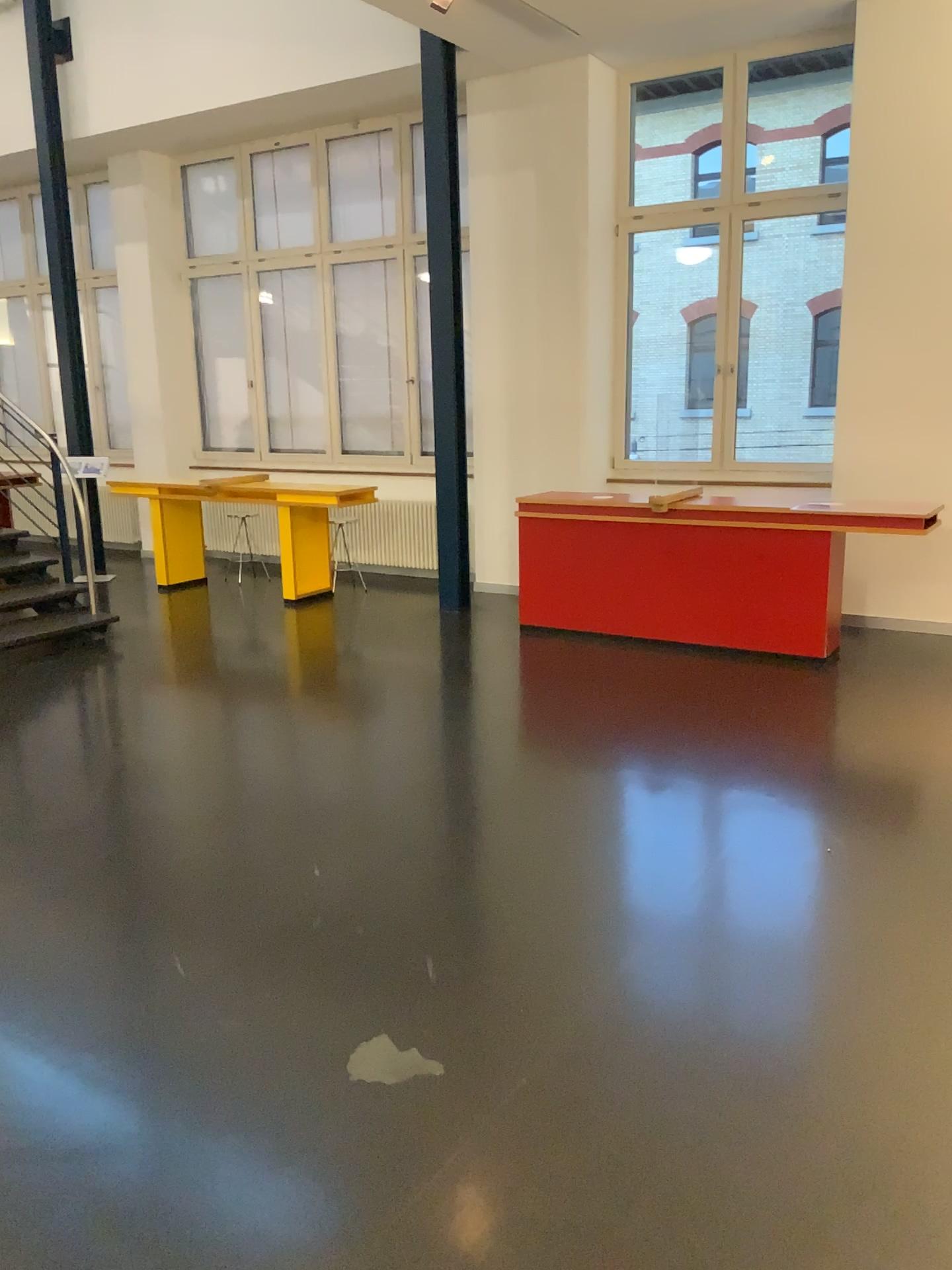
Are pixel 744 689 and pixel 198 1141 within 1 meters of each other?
no
